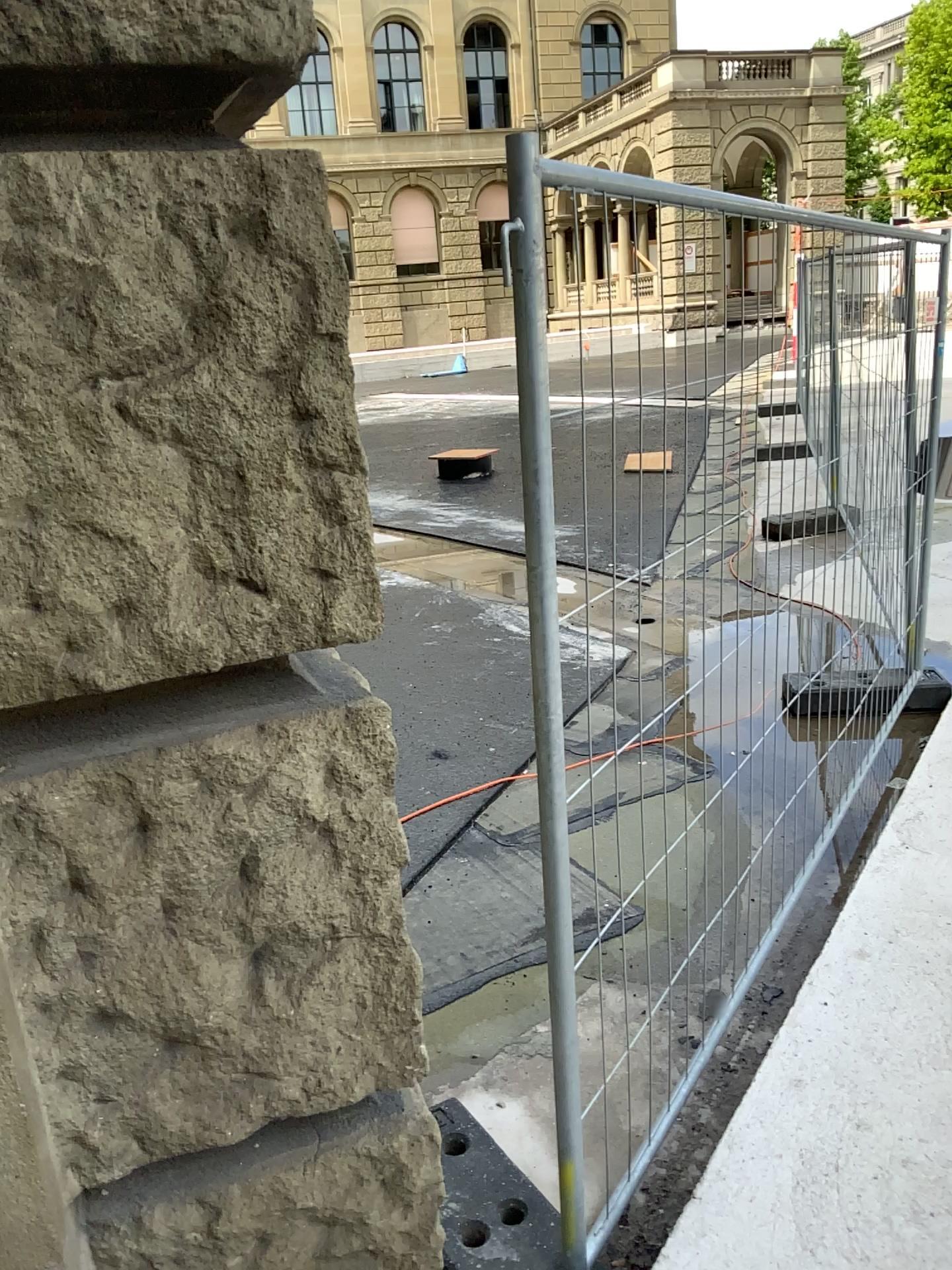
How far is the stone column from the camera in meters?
0.9 m

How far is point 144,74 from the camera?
0.9m

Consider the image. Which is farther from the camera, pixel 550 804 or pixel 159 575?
pixel 550 804
